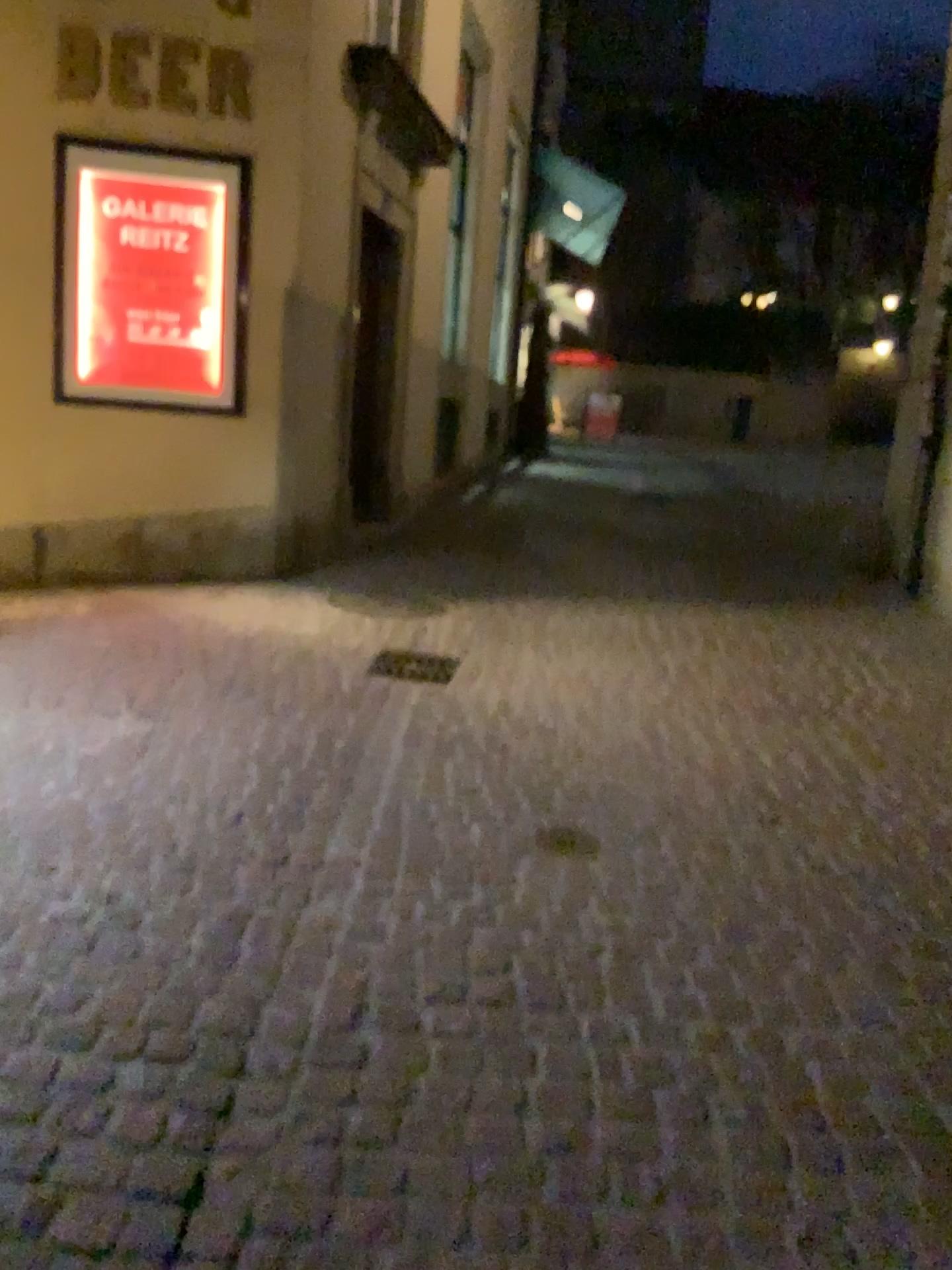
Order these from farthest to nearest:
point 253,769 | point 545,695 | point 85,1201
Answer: point 545,695, point 253,769, point 85,1201

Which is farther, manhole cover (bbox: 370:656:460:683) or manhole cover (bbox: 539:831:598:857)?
manhole cover (bbox: 370:656:460:683)

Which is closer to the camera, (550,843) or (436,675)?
(550,843)
